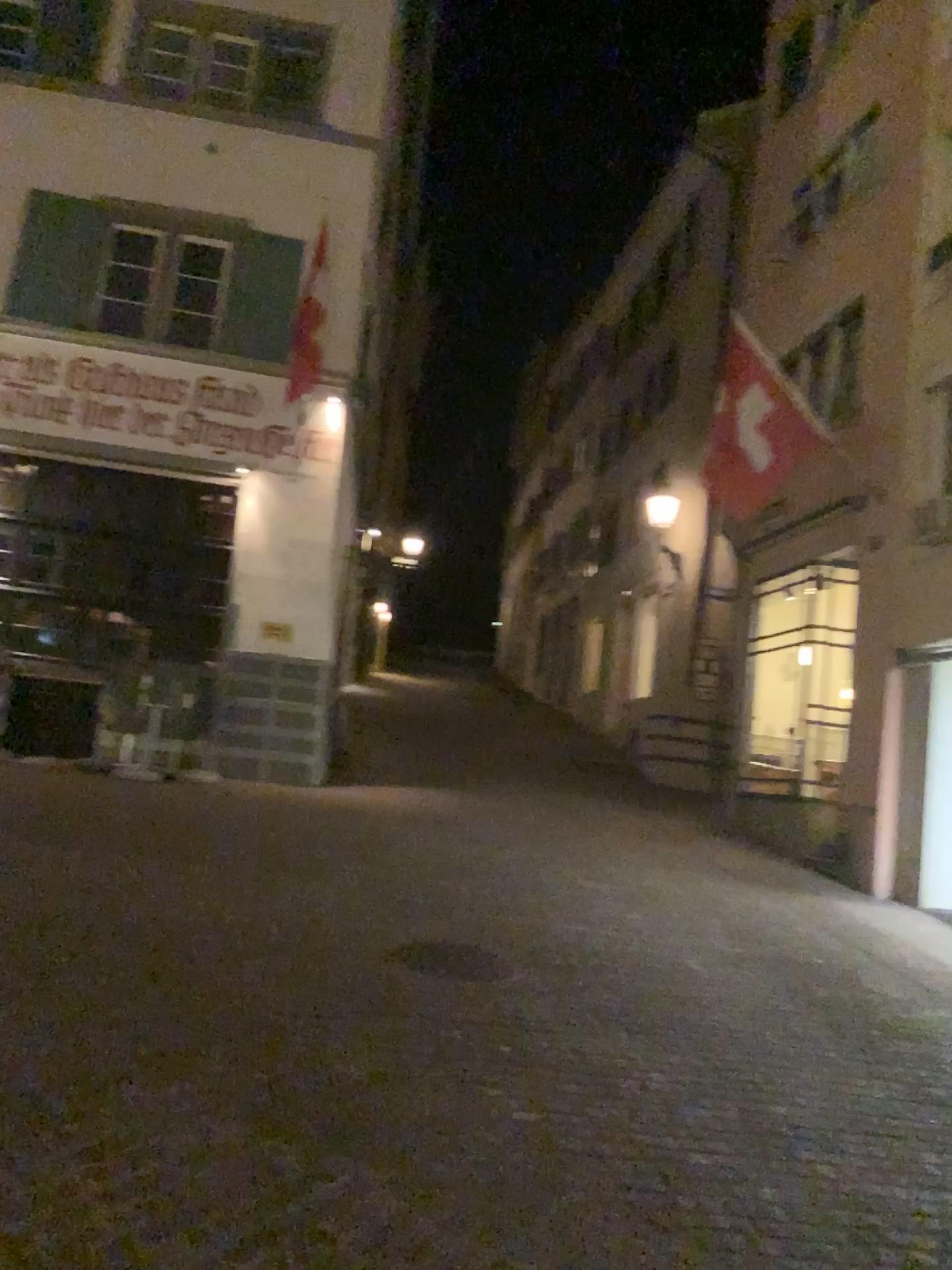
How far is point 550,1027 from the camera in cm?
488
